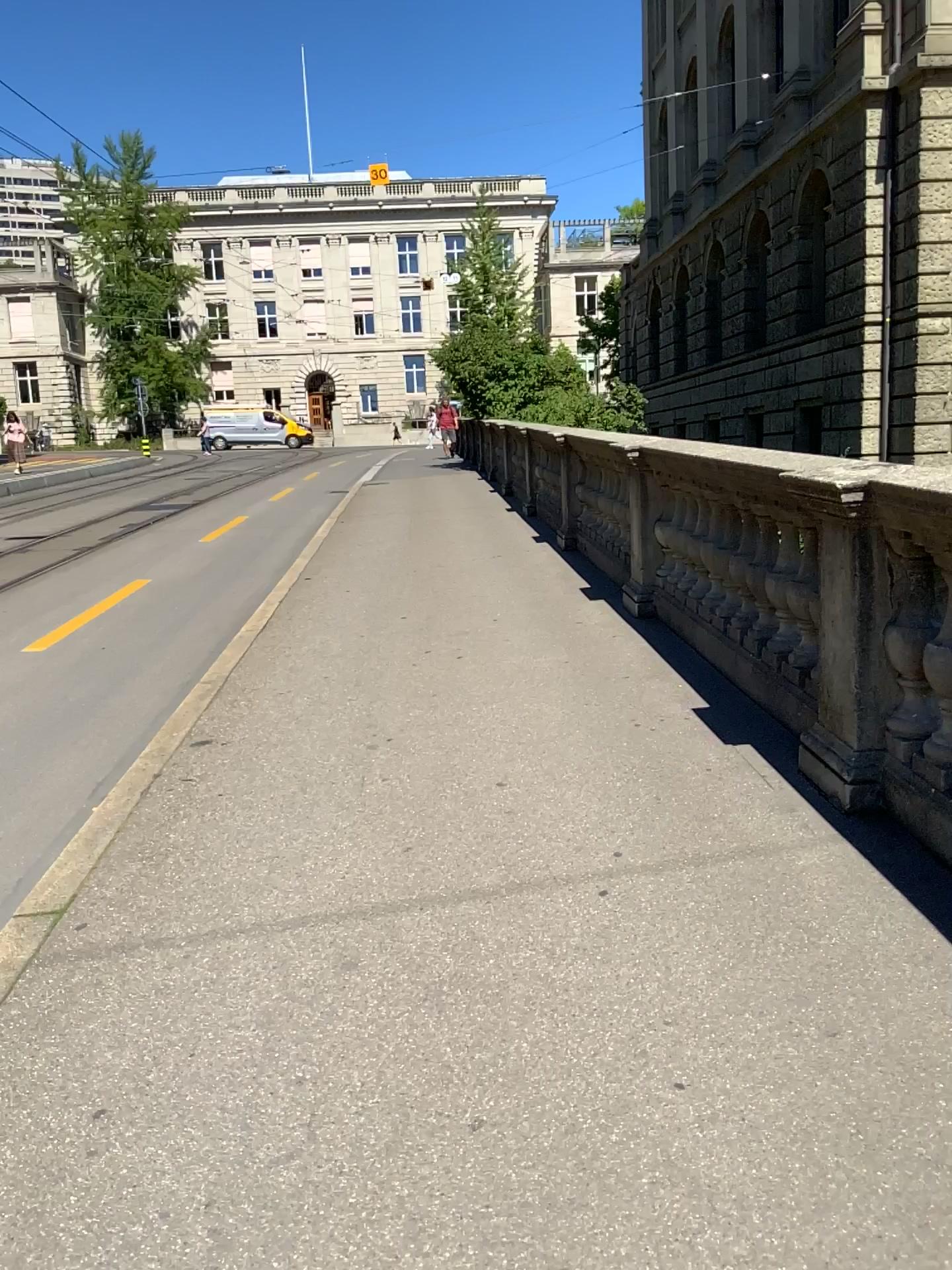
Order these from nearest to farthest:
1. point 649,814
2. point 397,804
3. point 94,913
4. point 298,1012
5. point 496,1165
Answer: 1. point 496,1165
2. point 298,1012
3. point 94,913
4. point 649,814
5. point 397,804
